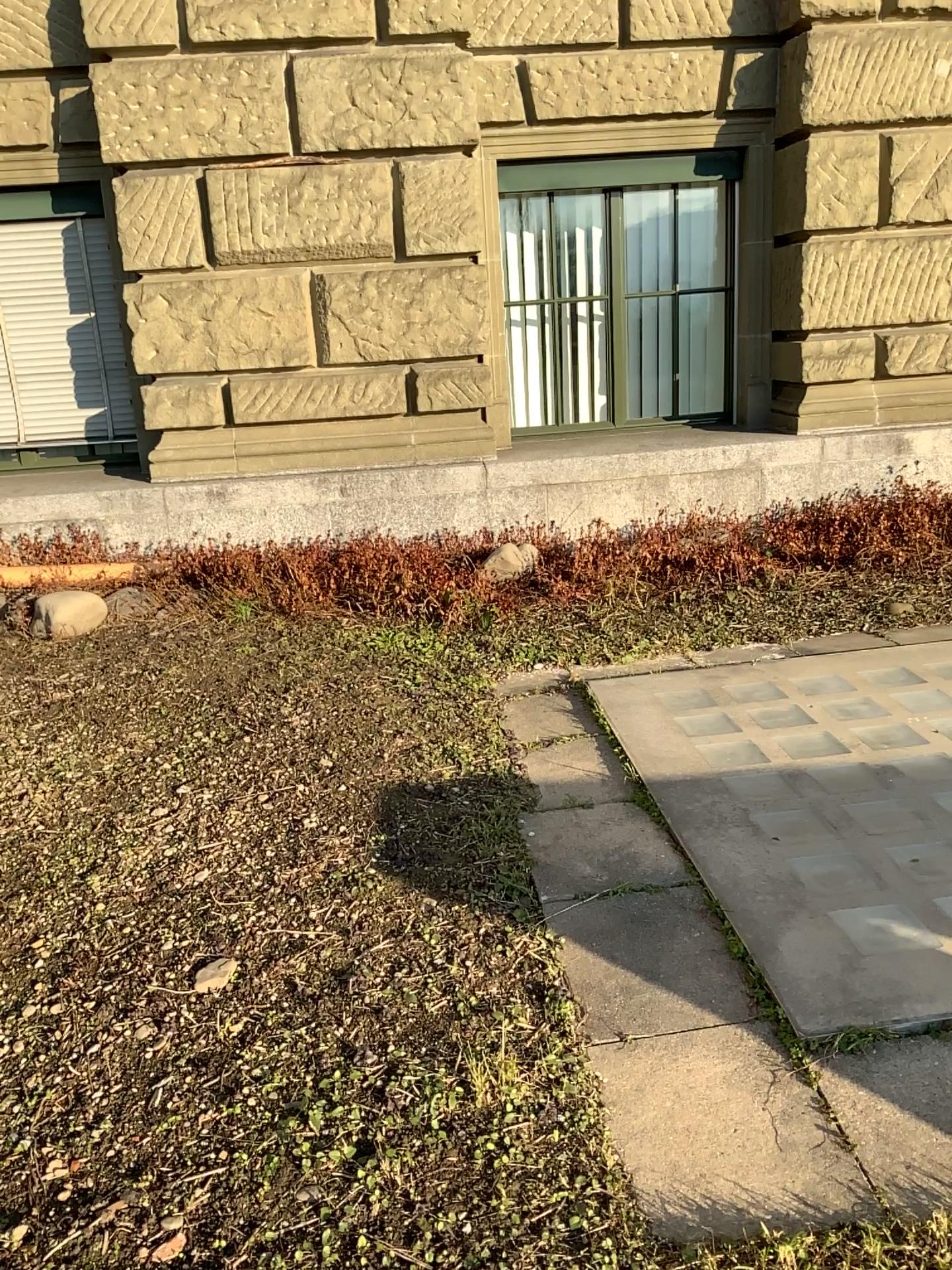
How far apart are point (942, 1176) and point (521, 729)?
2.1 meters

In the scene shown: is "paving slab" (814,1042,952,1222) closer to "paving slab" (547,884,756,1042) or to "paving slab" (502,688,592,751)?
"paving slab" (547,884,756,1042)

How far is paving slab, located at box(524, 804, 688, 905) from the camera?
2.7m

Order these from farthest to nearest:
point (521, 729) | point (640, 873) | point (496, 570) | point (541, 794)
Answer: point (496, 570) < point (521, 729) < point (541, 794) < point (640, 873)

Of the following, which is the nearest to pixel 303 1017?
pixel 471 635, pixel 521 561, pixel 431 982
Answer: pixel 431 982

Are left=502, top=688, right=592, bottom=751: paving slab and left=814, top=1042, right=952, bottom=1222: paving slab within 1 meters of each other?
no

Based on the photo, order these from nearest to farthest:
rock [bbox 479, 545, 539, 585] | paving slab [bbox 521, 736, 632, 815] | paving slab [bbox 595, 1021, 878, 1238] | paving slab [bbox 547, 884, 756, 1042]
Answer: paving slab [bbox 595, 1021, 878, 1238] < paving slab [bbox 547, 884, 756, 1042] < paving slab [bbox 521, 736, 632, 815] < rock [bbox 479, 545, 539, 585]

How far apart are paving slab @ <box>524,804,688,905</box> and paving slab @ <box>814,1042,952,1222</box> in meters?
0.7 m

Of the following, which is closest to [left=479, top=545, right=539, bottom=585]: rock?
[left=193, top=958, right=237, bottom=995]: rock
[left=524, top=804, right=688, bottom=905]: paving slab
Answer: [left=524, top=804, right=688, bottom=905]: paving slab

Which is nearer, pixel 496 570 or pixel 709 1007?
pixel 709 1007
